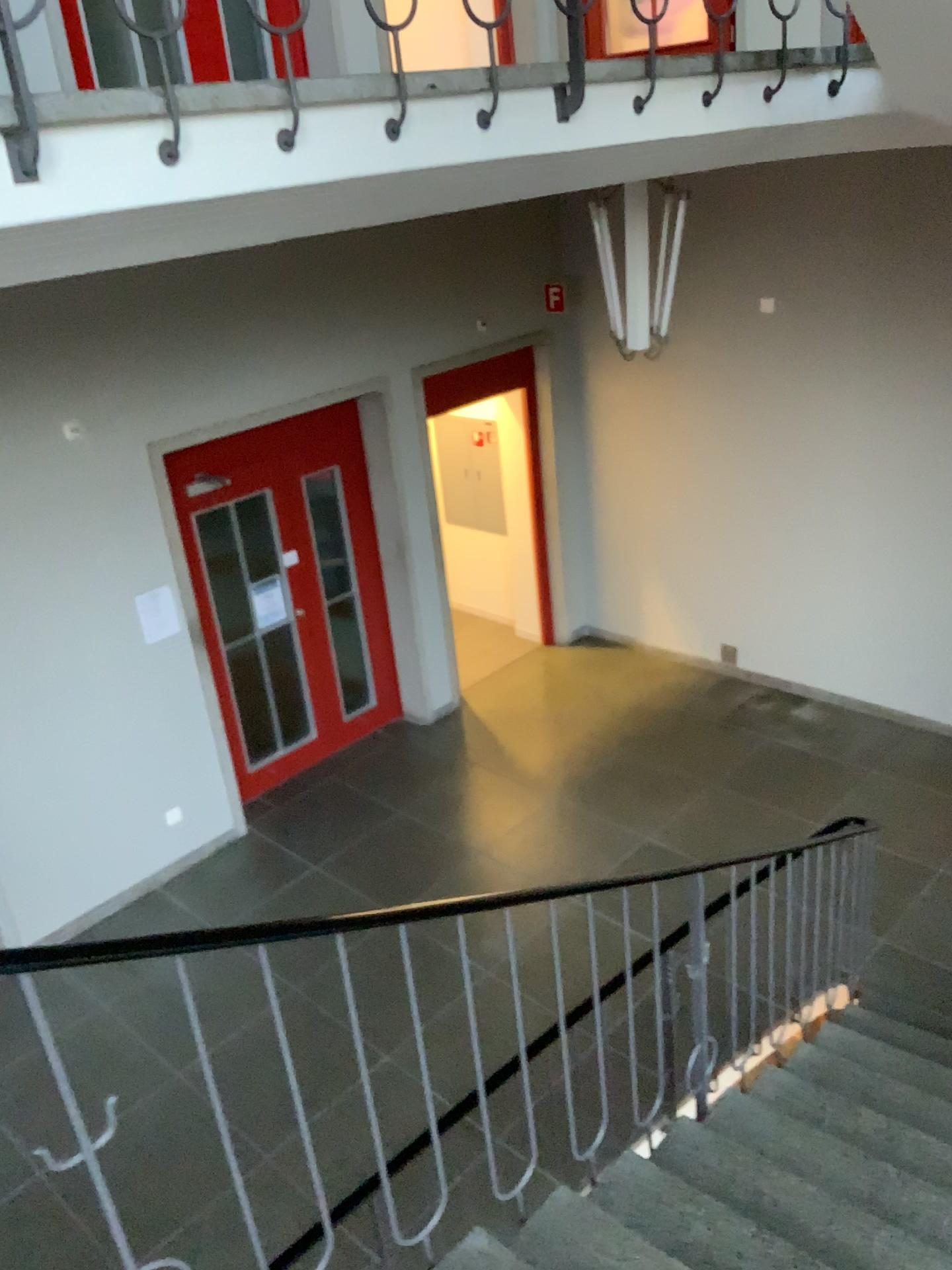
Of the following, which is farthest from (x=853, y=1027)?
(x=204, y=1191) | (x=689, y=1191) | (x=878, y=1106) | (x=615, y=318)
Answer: (x=615, y=318)
